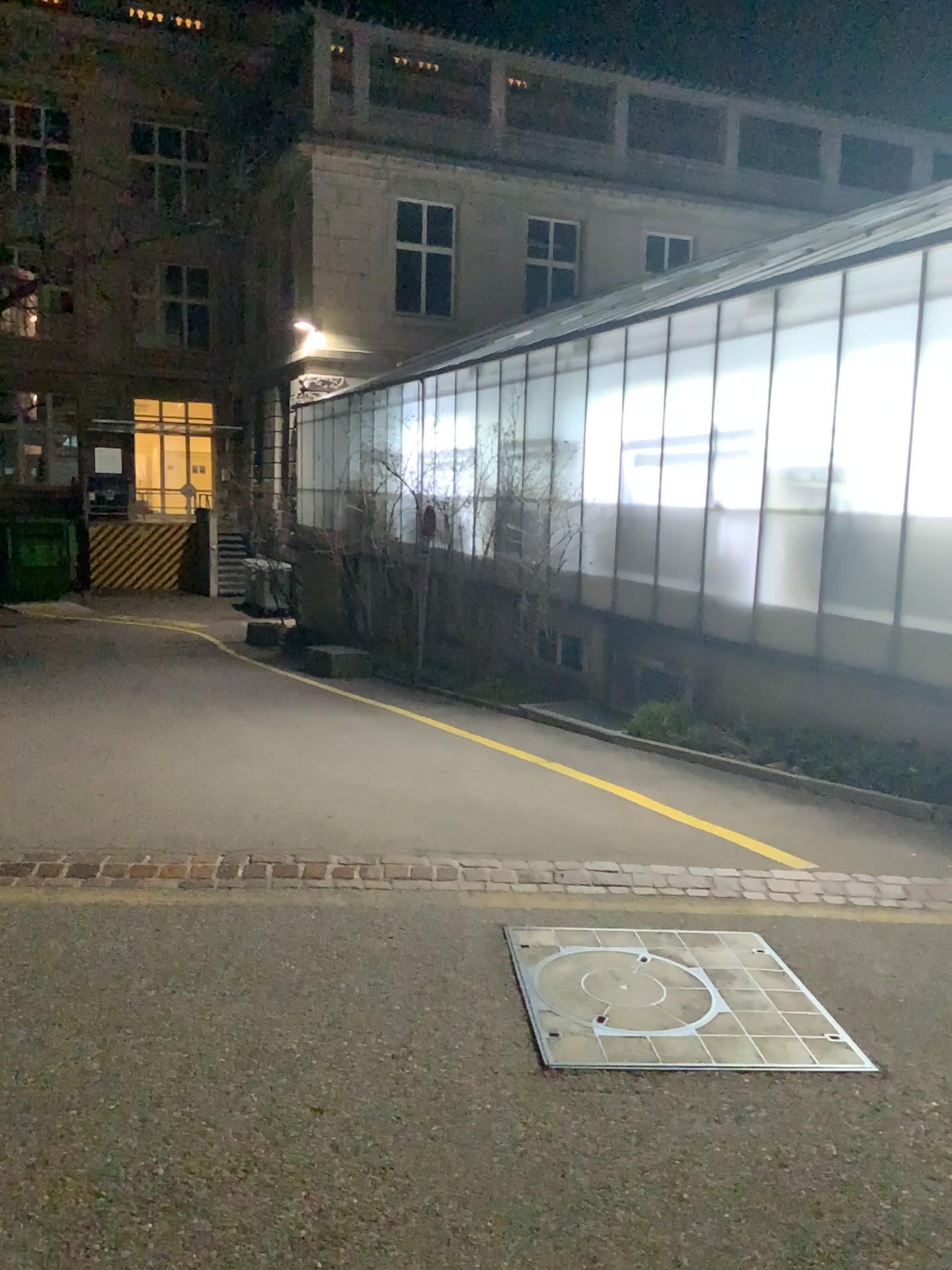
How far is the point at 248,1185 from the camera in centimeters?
262cm
